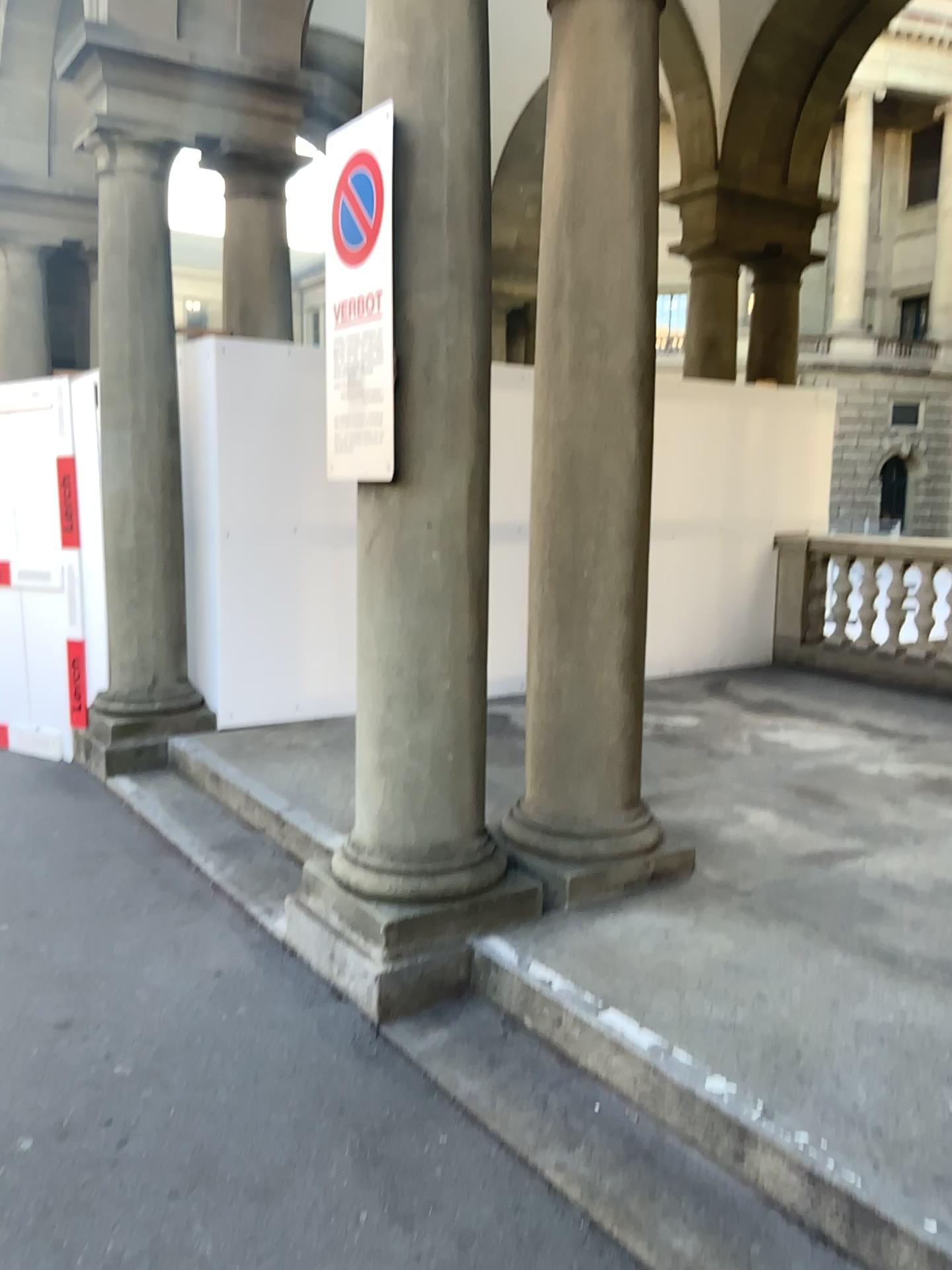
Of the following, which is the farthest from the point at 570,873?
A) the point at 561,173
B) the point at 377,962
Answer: the point at 561,173

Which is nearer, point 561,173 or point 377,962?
point 377,962

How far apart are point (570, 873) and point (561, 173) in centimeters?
225cm

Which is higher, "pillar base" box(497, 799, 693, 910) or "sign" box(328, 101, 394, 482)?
"sign" box(328, 101, 394, 482)

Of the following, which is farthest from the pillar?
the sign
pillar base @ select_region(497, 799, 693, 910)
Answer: the sign

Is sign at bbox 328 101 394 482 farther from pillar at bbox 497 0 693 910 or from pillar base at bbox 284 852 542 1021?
pillar base at bbox 284 852 542 1021

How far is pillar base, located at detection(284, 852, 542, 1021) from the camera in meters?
3.1 m

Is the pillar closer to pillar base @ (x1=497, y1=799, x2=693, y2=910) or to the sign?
pillar base @ (x1=497, y1=799, x2=693, y2=910)

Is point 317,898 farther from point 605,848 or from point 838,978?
point 838,978

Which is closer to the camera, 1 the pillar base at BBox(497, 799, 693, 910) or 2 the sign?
2 the sign
